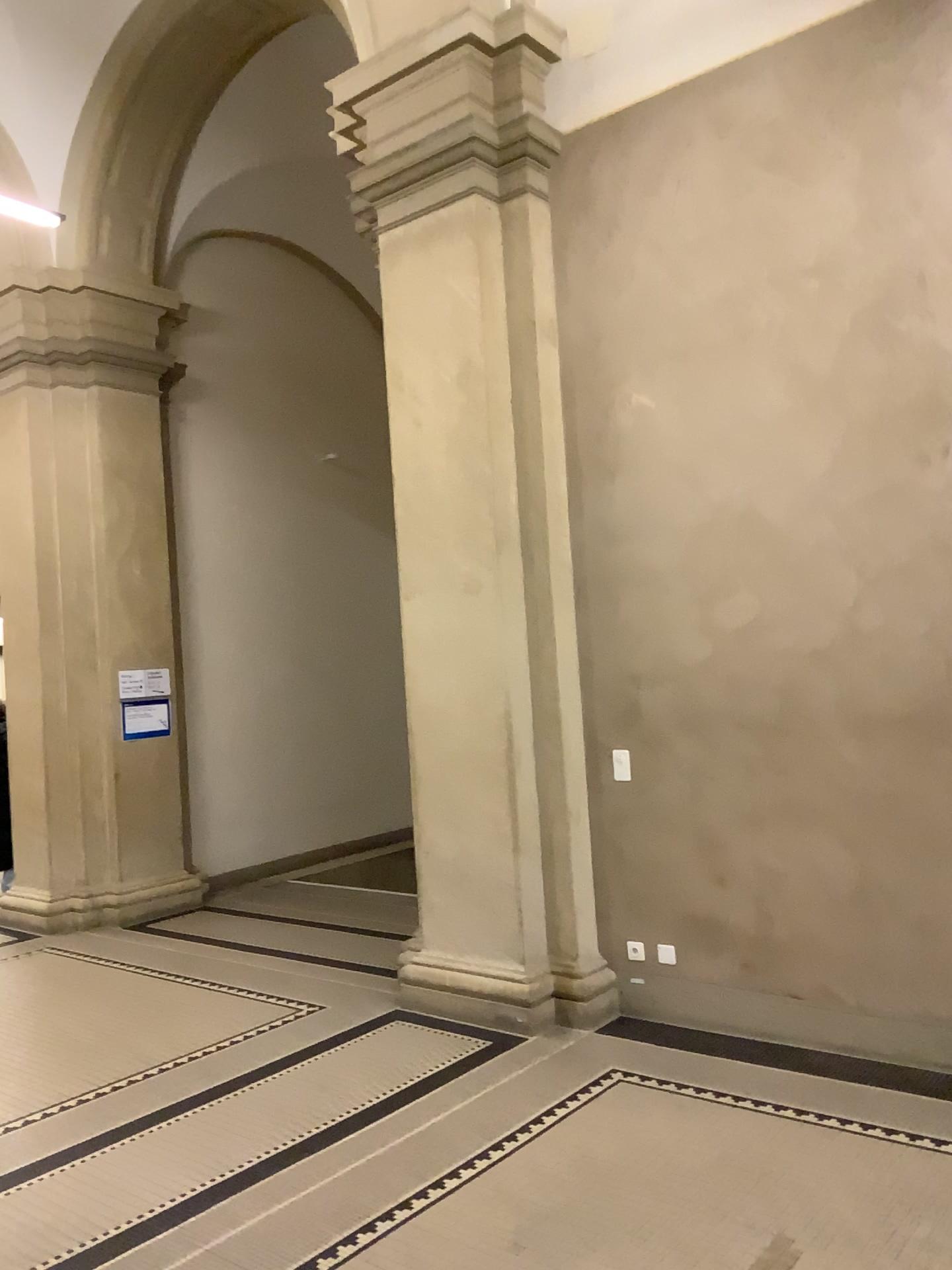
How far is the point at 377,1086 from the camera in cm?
413
